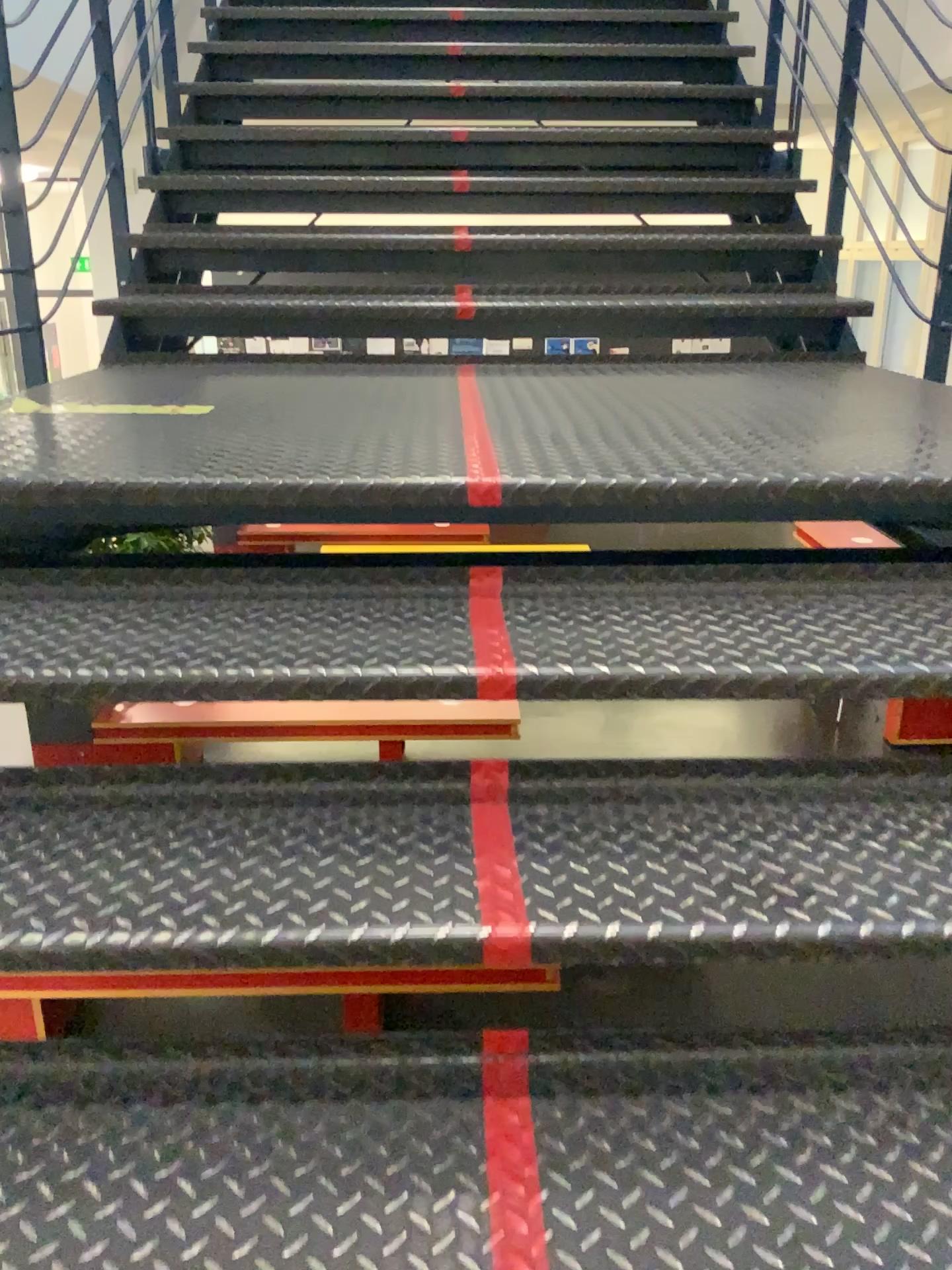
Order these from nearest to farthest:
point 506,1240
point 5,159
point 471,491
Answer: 1. point 506,1240
2. point 471,491
3. point 5,159

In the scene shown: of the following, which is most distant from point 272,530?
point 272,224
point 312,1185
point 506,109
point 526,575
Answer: point 506,109

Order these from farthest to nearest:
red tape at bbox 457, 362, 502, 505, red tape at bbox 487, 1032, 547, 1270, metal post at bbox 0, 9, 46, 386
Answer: metal post at bbox 0, 9, 46, 386
red tape at bbox 457, 362, 502, 505
red tape at bbox 487, 1032, 547, 1270

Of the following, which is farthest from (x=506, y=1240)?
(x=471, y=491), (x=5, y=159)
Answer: (x=5, y=159)

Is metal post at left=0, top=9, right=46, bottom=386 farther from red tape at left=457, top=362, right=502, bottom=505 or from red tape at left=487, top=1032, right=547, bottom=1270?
red tape at left=487, top=1032, right=547, bottom=1270

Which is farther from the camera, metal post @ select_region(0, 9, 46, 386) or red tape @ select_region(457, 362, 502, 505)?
metal post @ select_region(0, 9, 46, 386)

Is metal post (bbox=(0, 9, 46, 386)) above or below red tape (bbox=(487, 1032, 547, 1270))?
above

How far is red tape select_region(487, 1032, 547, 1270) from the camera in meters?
0.9 m

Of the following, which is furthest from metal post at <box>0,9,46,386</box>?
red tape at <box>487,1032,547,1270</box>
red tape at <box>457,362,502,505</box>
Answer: red tape at <box>487,1032,547,1270</box>

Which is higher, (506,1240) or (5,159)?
(5,159)
